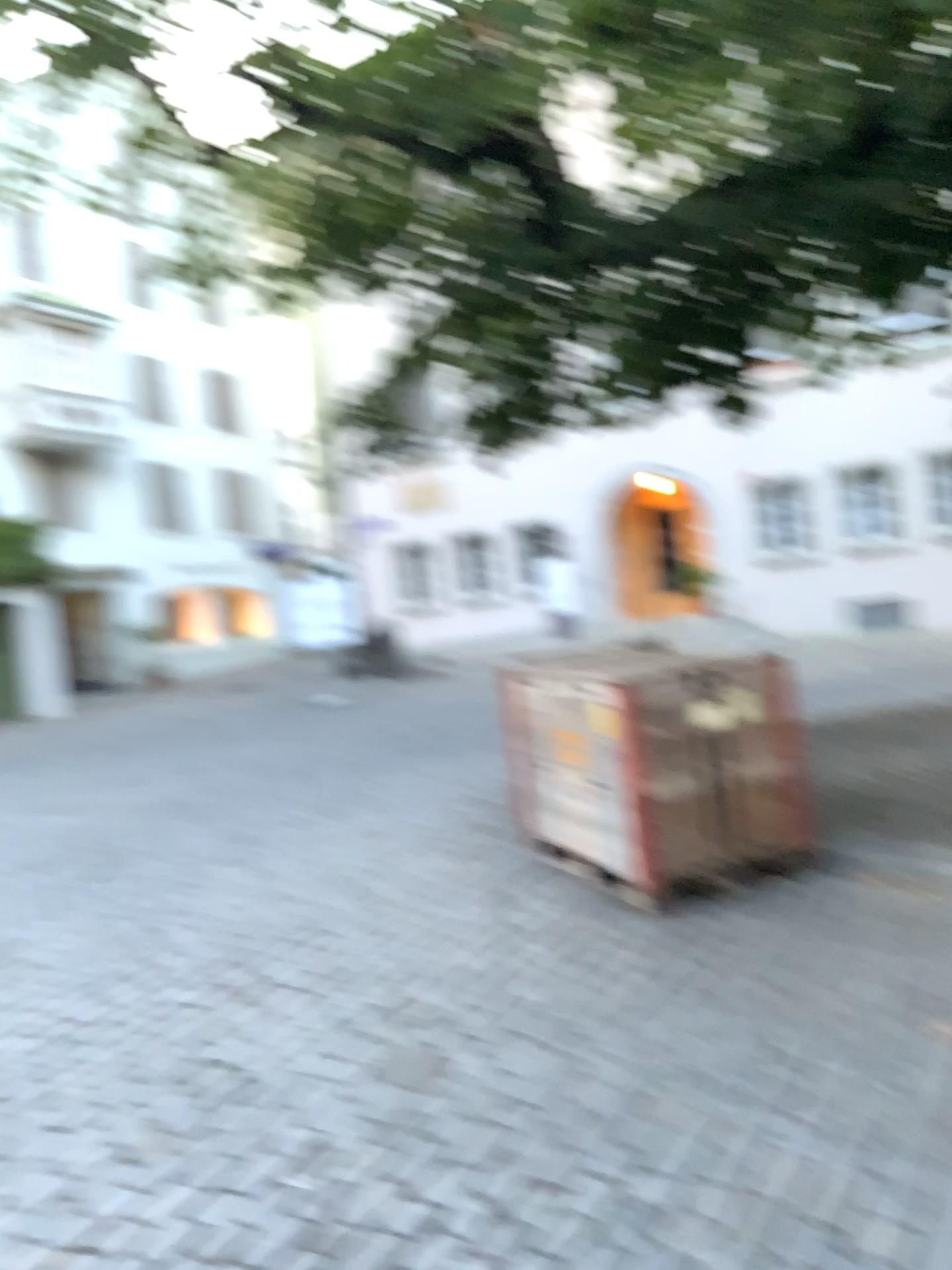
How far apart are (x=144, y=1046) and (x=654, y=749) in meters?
2.4
